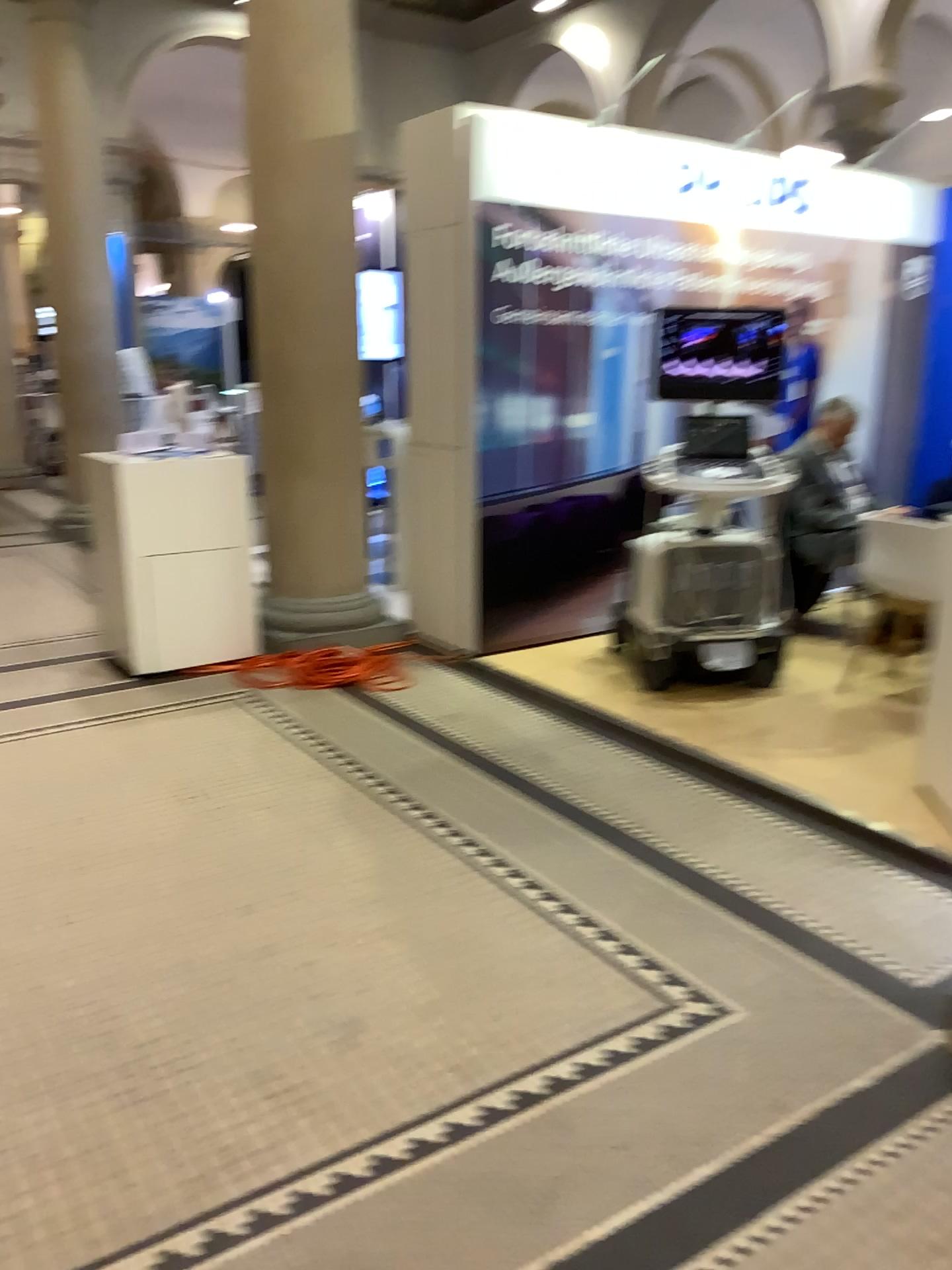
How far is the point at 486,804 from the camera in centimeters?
349cm

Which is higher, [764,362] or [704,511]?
[764,362]
